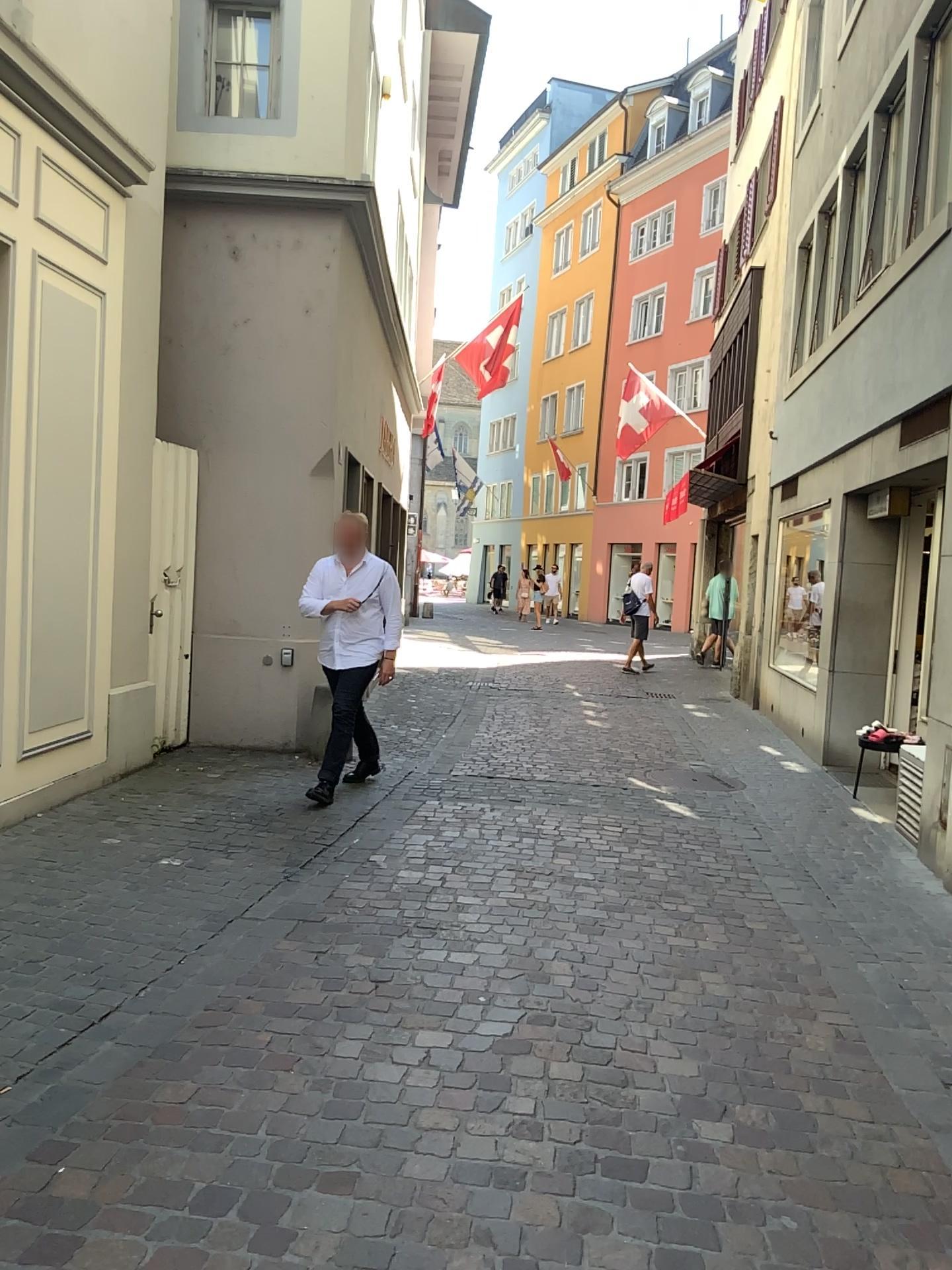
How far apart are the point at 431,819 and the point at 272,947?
2.1 meters
